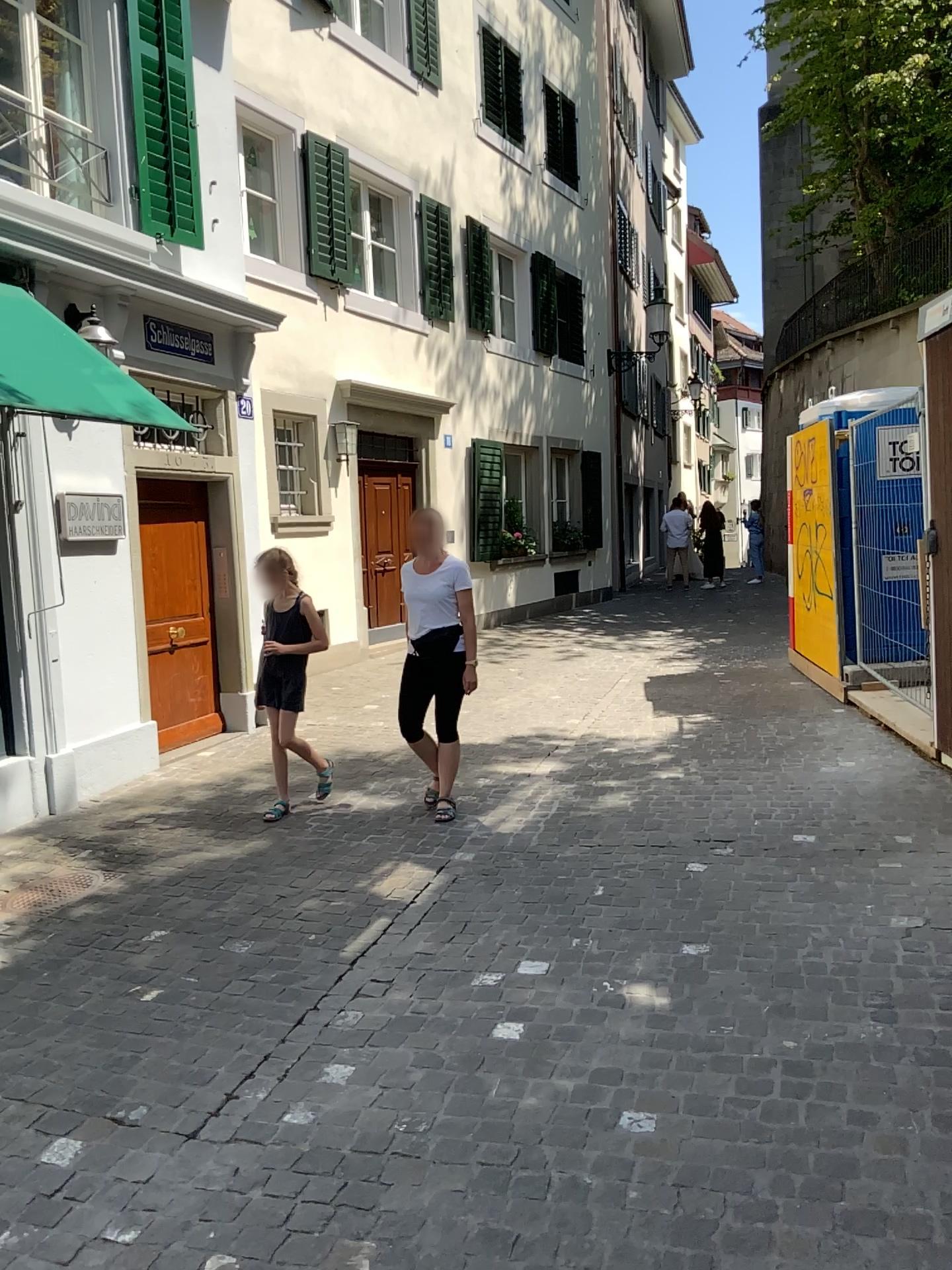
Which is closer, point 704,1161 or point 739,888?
point 704,1161
